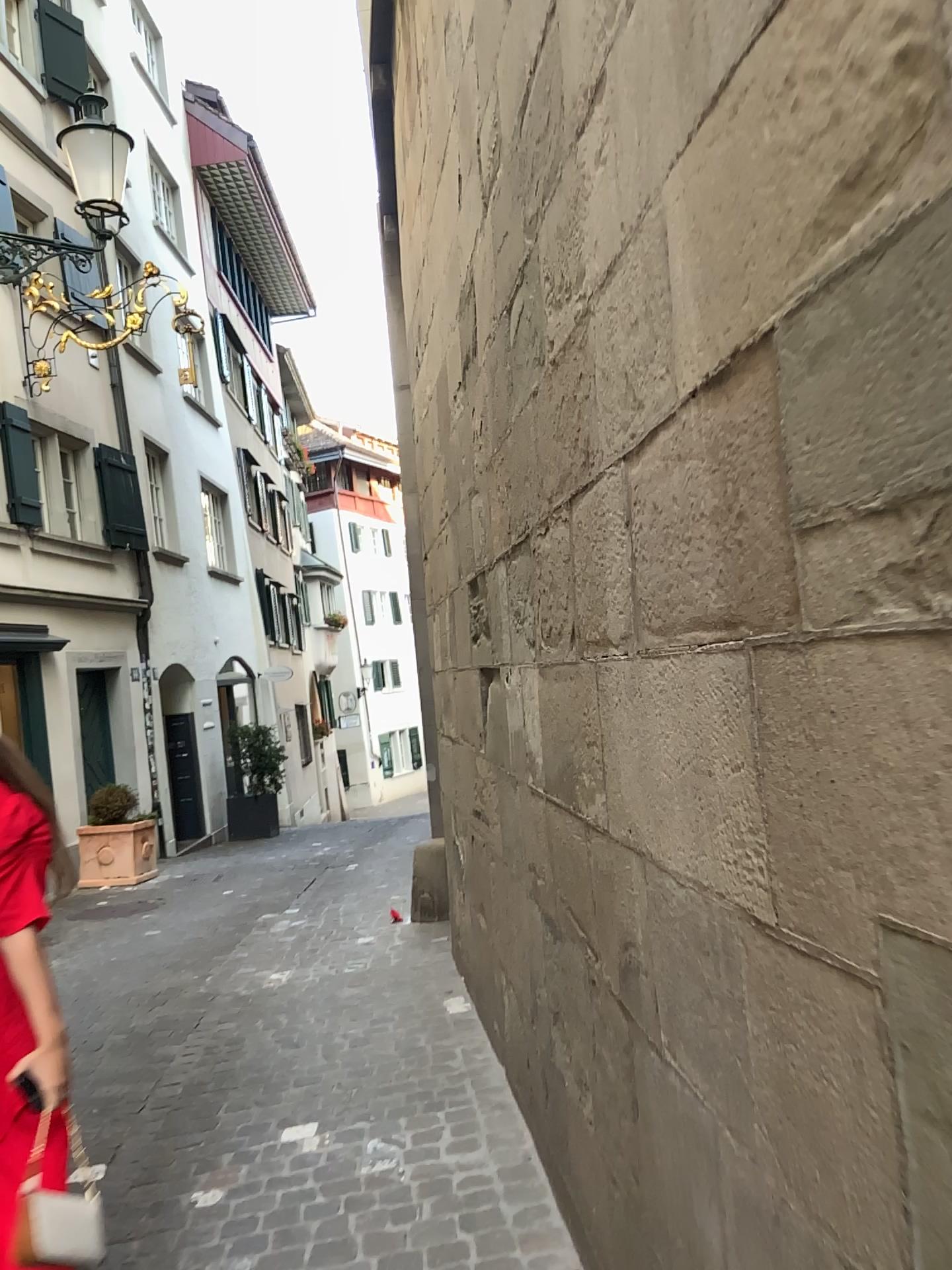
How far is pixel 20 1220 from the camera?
1.96m

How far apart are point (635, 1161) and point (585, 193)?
1.58m

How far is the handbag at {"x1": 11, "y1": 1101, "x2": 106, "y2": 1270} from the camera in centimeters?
196cm
